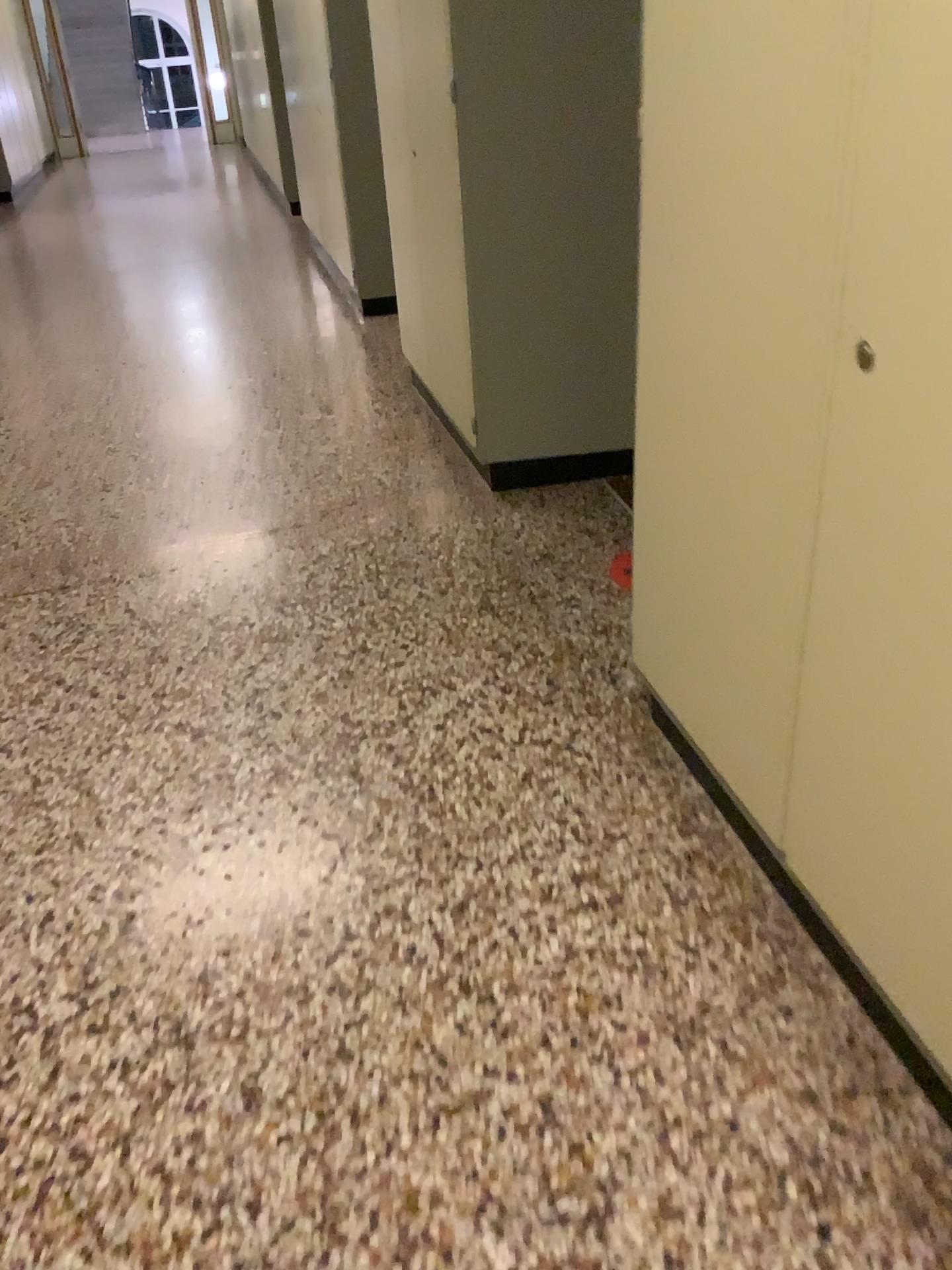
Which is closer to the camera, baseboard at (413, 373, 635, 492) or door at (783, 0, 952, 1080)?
door at (783, 0, 952, 1080)

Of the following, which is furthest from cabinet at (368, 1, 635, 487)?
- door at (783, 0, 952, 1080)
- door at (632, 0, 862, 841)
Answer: door at (783, 0, 952, 1080)

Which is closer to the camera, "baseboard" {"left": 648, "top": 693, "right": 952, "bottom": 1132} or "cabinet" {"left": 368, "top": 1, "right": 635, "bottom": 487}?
"baseboard" {"left": 648, "top": 693, "right": 952, "bottom": 1132}

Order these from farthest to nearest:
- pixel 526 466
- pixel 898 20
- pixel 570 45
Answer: pixel 526 466
pixel 570 45
pixel 898 20

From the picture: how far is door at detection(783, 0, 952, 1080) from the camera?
1.1m

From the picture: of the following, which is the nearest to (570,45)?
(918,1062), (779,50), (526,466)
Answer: (526,466)

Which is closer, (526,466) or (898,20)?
(898,20)

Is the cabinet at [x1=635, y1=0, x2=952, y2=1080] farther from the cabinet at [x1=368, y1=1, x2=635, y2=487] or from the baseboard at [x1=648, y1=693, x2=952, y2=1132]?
the cabinet at [x1=368, y1=1, x2=635, y2=487]

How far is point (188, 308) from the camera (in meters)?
5.82

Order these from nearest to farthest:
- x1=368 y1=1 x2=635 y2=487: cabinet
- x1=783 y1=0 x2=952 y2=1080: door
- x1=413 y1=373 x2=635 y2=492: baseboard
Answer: x1=783 y1=0 x2=952 y2=1080: door, x1=368 y1=1 x2=635 y2=487: cabinet, x1=413 y1=373 x2=635 y2=492: baseboard
